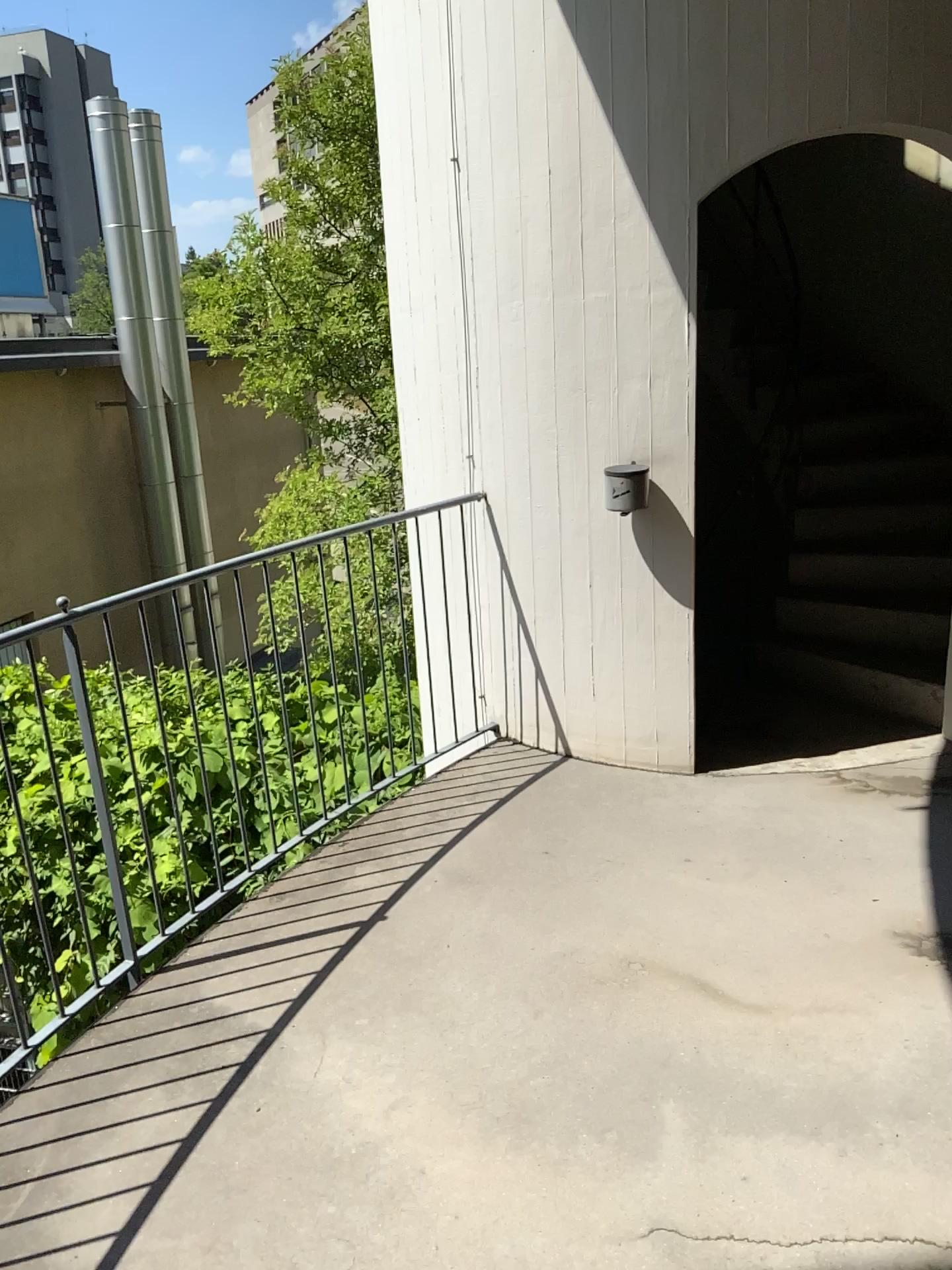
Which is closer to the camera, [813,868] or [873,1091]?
[873,1091]
